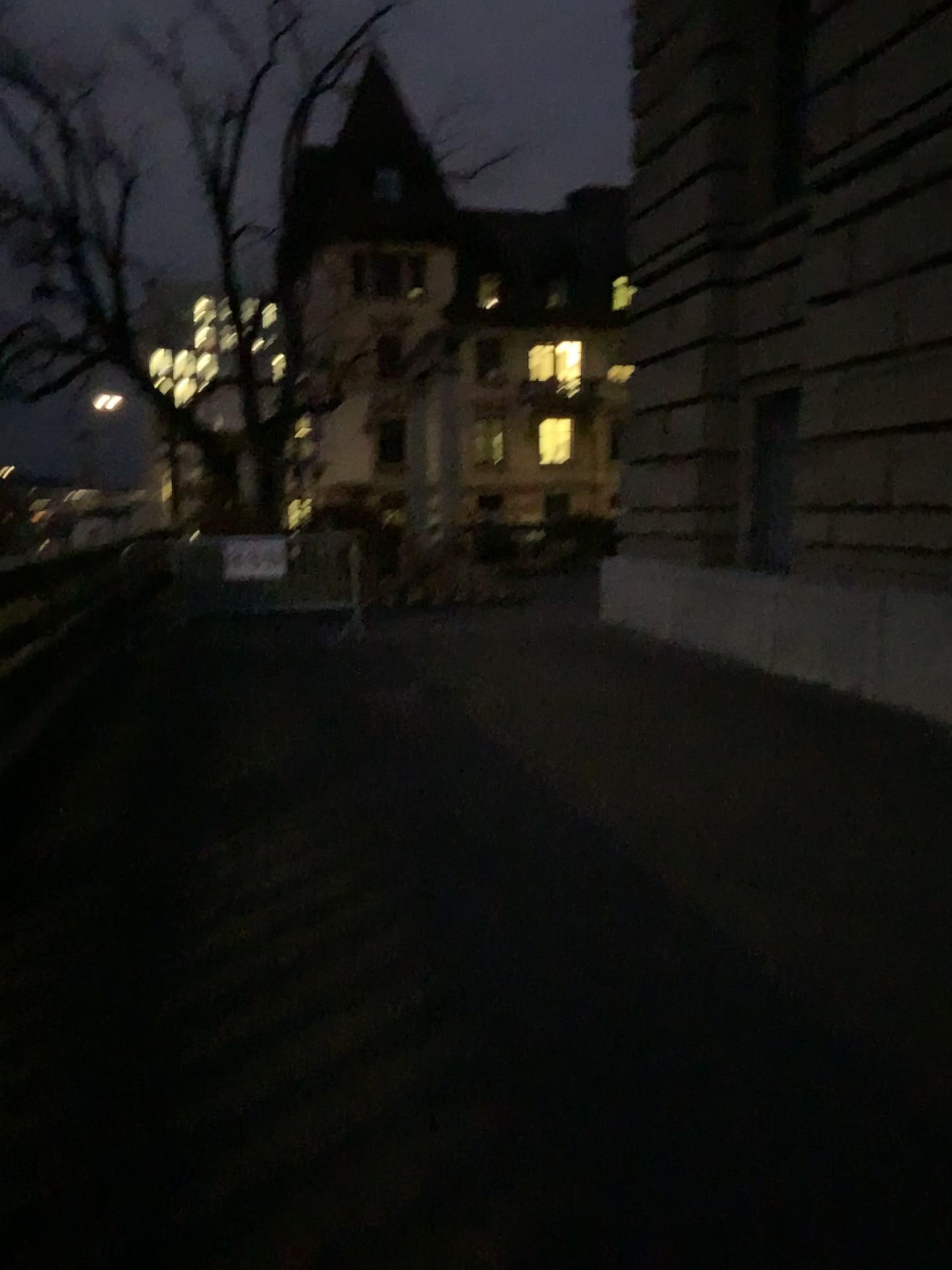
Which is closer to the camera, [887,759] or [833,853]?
[833,853]
